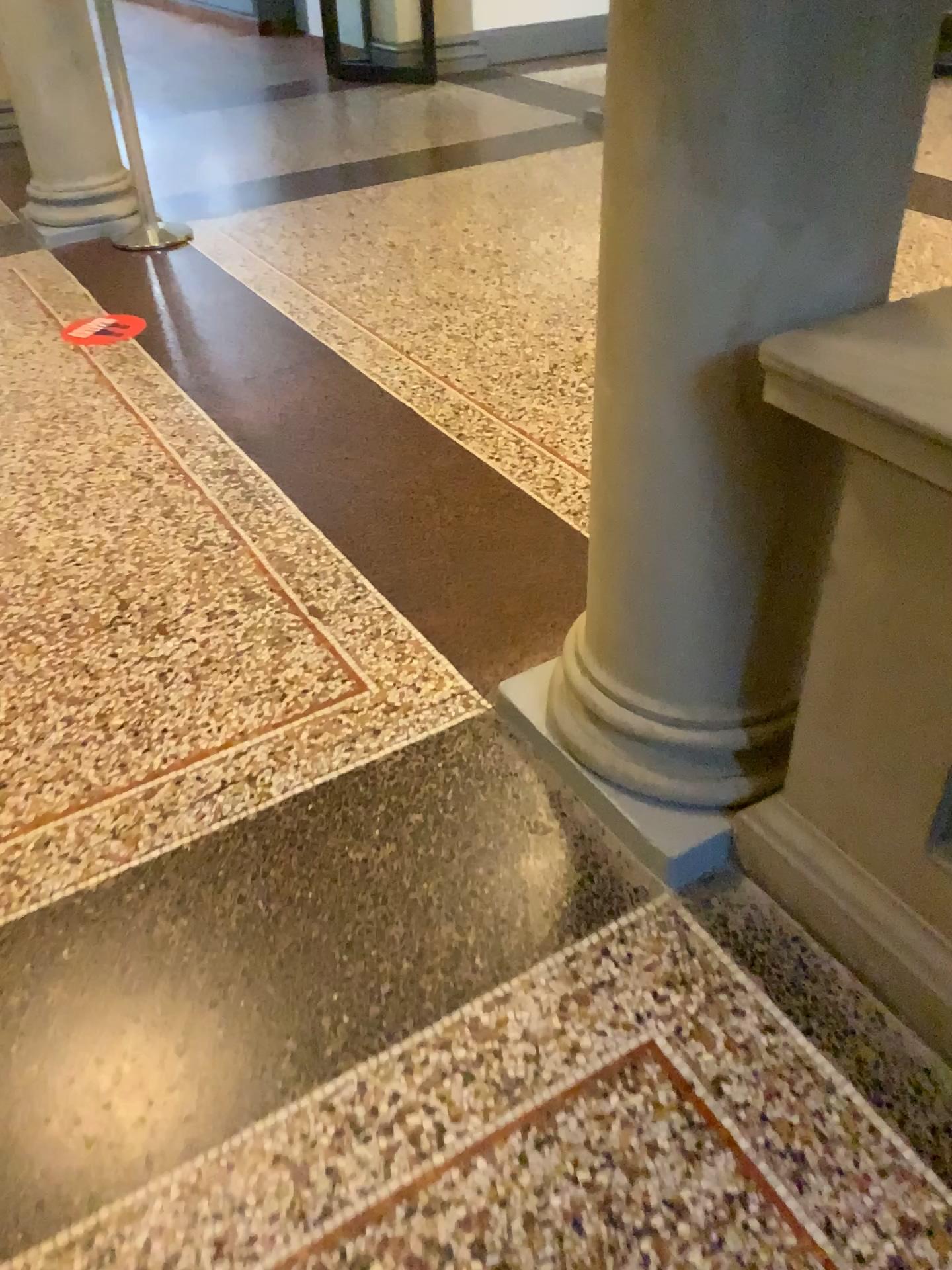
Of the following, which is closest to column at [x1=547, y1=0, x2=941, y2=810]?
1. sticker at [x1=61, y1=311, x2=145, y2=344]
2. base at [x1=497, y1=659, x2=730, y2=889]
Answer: base at [x1=497, y1=659, x2=730, y2=889]

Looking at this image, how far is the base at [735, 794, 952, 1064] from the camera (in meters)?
1.44

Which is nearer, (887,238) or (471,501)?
(887,238)

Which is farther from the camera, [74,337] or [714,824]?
[74,337]

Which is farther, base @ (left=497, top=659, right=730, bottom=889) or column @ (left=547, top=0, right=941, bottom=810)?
base @ (left=497, top=659, right=730, bottom=889)

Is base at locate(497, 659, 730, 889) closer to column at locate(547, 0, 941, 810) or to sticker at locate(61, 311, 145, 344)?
column at locate(547, 0, 941, 810)

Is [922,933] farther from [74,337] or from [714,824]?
[74,337]

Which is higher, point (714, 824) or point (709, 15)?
point (709, 15)

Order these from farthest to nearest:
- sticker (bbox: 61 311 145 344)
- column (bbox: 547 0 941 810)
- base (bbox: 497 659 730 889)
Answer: sticker (bbox: 61 311 145 344)
base (bbox: 497 659 730 889)
column (bbox: 547 0 941 810)

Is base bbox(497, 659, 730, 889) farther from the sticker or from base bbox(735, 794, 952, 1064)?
the sticker
